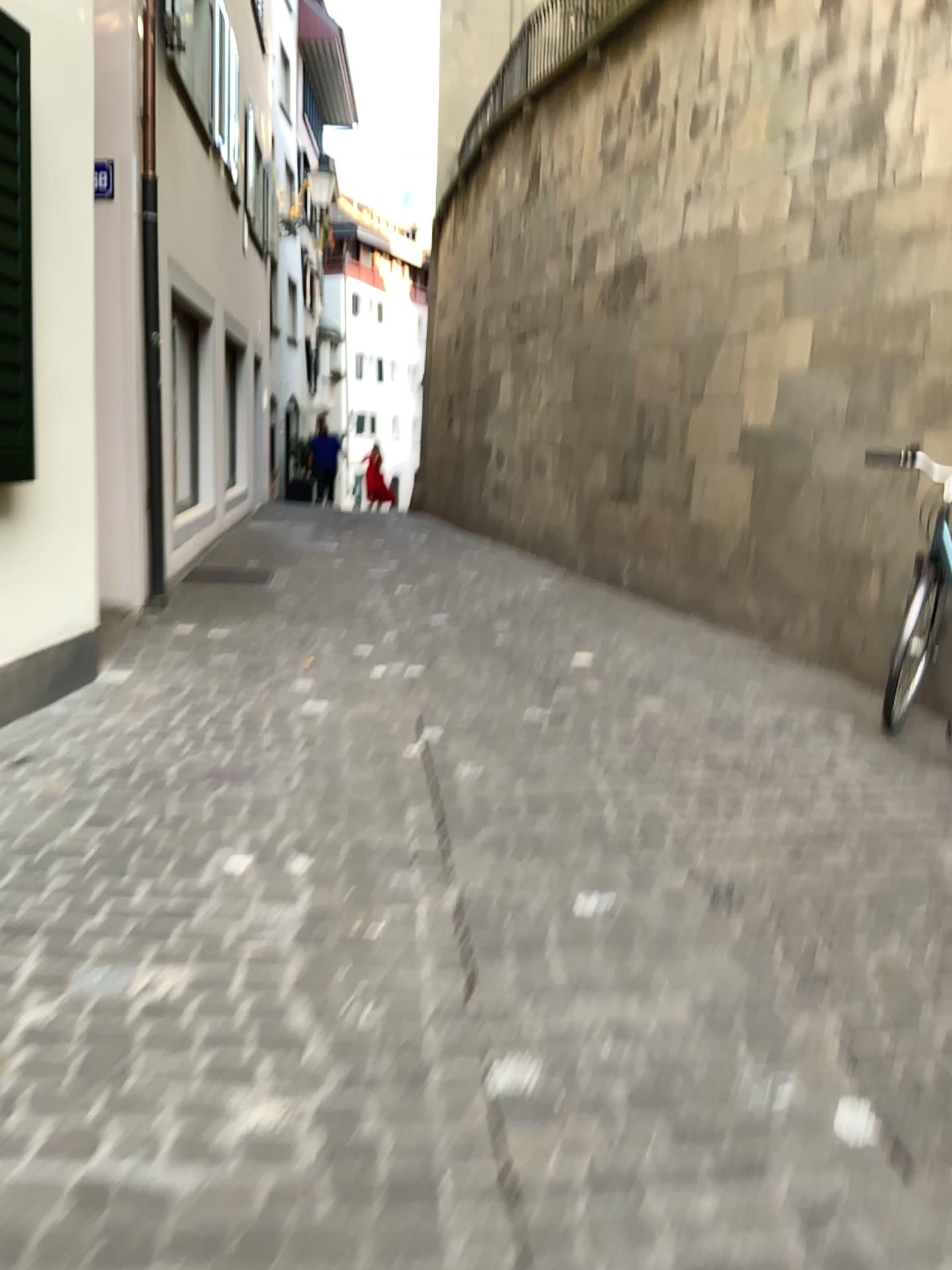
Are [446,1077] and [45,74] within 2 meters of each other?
no
